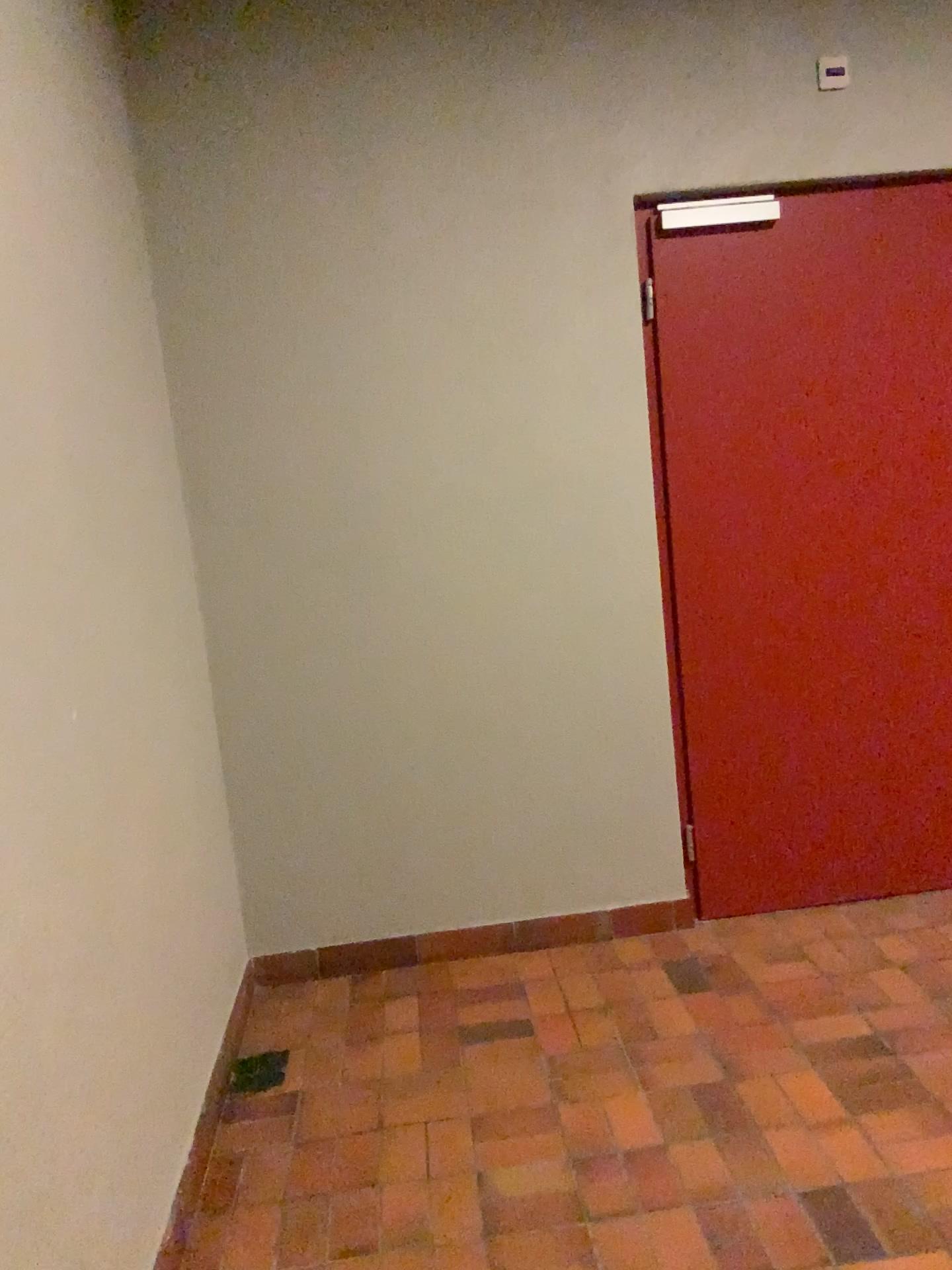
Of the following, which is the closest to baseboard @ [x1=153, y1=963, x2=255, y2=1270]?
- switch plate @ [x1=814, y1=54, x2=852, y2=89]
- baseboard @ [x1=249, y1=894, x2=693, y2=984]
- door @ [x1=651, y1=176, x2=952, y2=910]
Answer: baseboard @ [x1=249, y1=894, x2=693, y2=984]

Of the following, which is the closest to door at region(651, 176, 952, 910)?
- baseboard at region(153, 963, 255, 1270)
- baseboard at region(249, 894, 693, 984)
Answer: baseboard at region(249, 894, 693, 984)

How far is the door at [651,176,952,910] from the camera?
3.1m

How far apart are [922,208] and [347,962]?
2.81m

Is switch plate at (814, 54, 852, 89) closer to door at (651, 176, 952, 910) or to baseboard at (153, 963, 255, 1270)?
door at (651, 176, 952, 910)

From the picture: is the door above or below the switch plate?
below

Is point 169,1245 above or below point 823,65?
below

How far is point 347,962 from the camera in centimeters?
318cm

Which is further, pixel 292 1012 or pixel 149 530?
pixel 292 1012

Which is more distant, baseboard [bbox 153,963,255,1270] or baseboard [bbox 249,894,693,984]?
baseboard [bbox 249,894,693,984]
